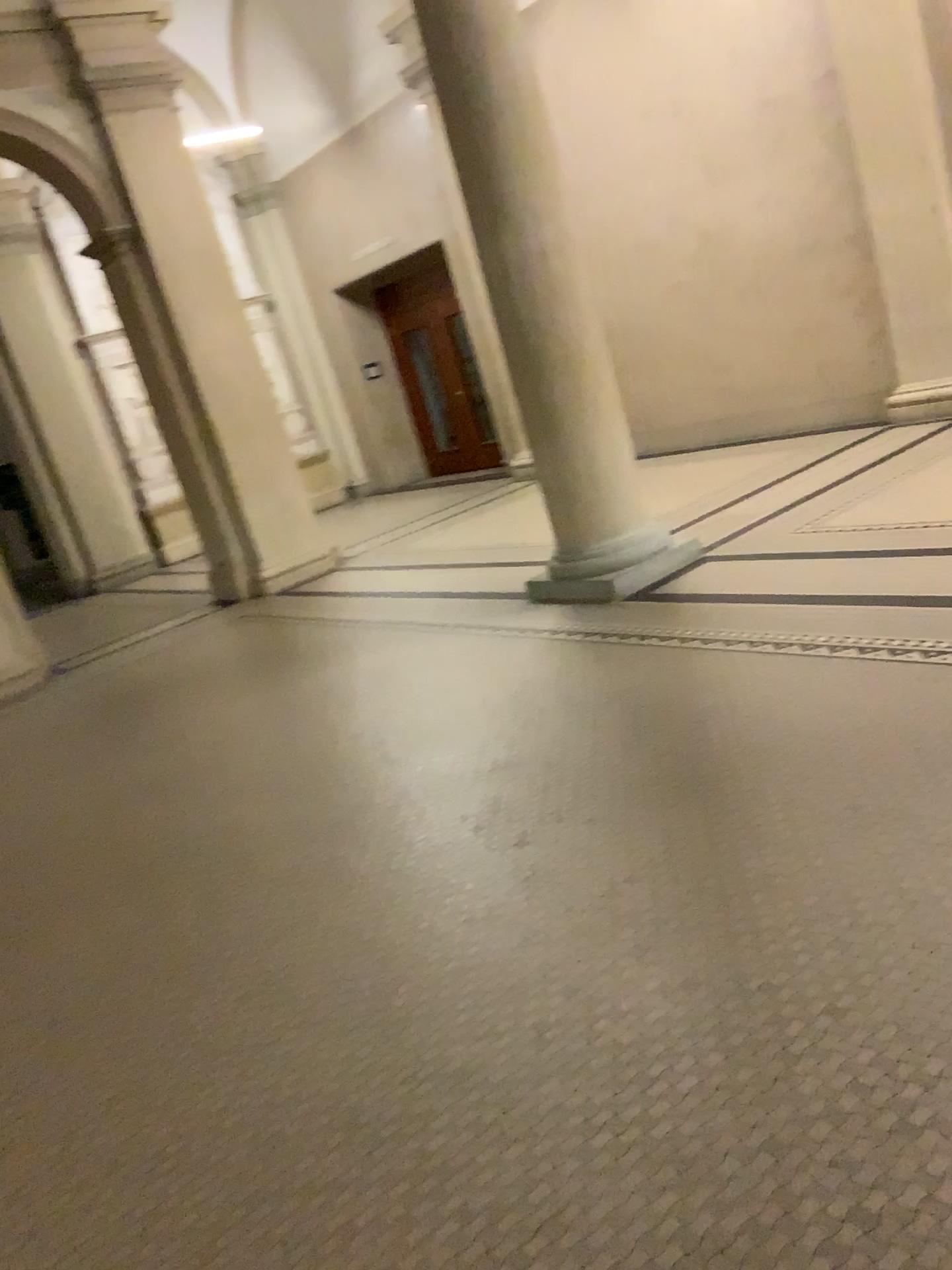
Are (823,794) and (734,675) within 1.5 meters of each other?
yes
